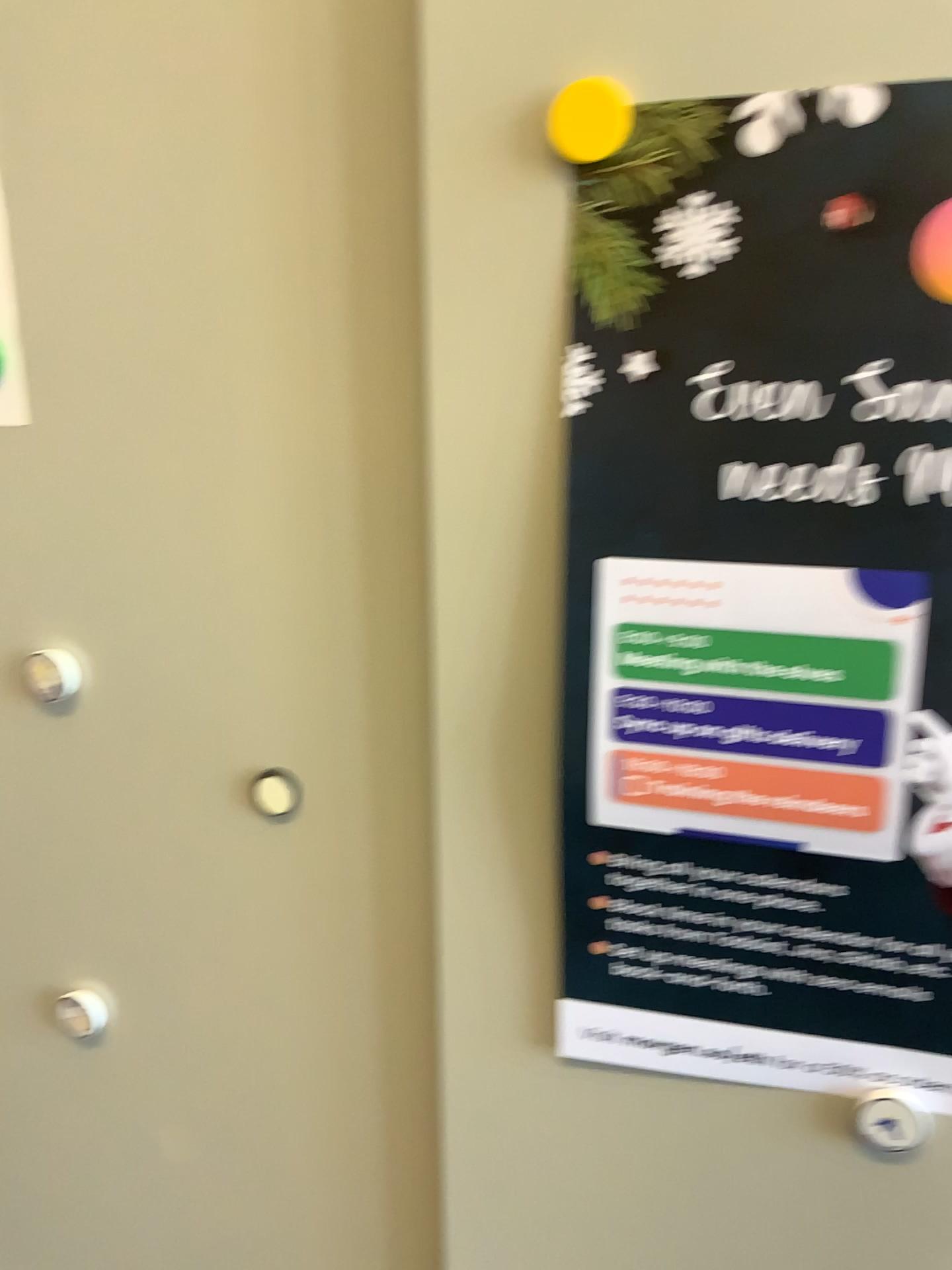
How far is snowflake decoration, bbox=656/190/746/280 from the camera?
0.4m

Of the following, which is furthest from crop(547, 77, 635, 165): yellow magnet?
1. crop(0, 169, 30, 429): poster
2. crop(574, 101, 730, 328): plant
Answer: crop(0, 169, 30, 429): poster

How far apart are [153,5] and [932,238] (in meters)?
0.35

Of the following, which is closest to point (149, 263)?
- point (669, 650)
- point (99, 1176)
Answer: point (669, 650)

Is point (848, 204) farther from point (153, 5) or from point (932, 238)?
point (153, 5)

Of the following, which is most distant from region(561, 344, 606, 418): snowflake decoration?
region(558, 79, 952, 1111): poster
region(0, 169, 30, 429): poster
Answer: region(0, 169, 30, 429): poster

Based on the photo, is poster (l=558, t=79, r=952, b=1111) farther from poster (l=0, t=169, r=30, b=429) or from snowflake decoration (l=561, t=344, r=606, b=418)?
poster (l=0, t=169, r=30, b=429)

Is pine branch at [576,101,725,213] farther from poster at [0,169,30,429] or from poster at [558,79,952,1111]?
poster at [0,169,30,429]

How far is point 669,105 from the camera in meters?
0.4 m

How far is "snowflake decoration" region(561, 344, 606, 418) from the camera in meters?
0.4
